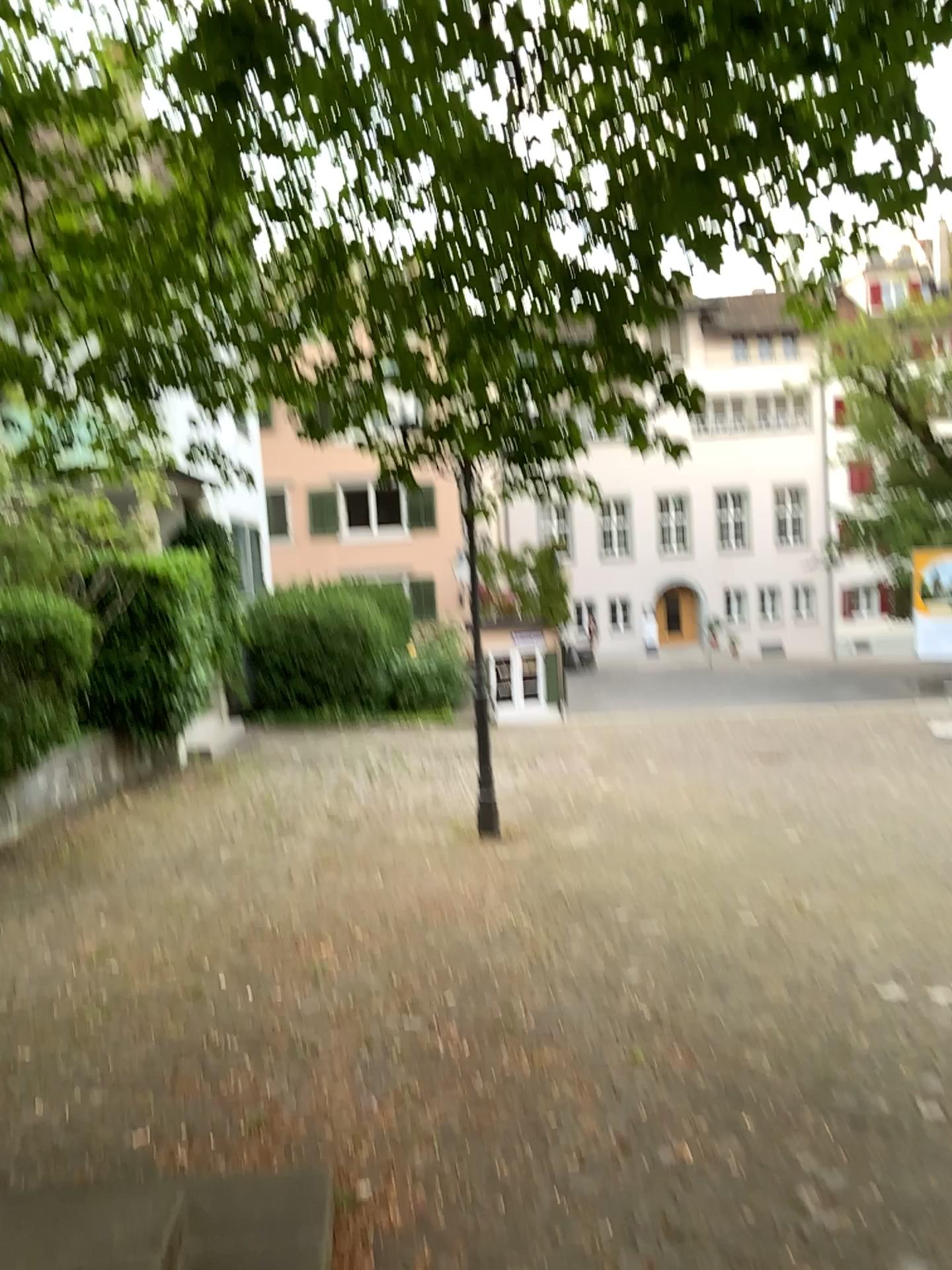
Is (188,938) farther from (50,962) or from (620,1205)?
(620,1205)
